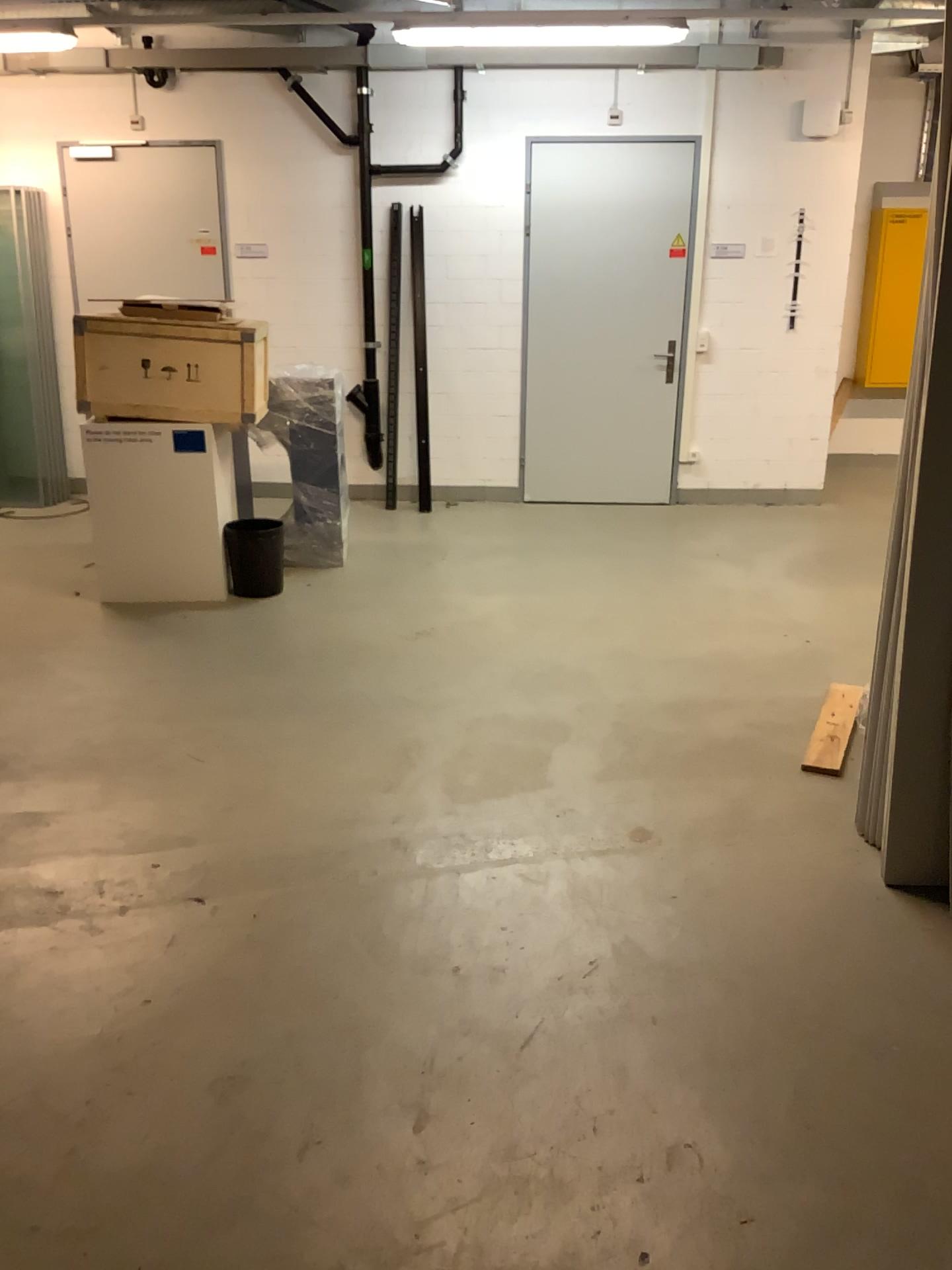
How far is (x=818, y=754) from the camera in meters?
3.2

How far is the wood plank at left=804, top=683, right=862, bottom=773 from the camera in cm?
325

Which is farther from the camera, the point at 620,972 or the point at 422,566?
the point at 422,566
